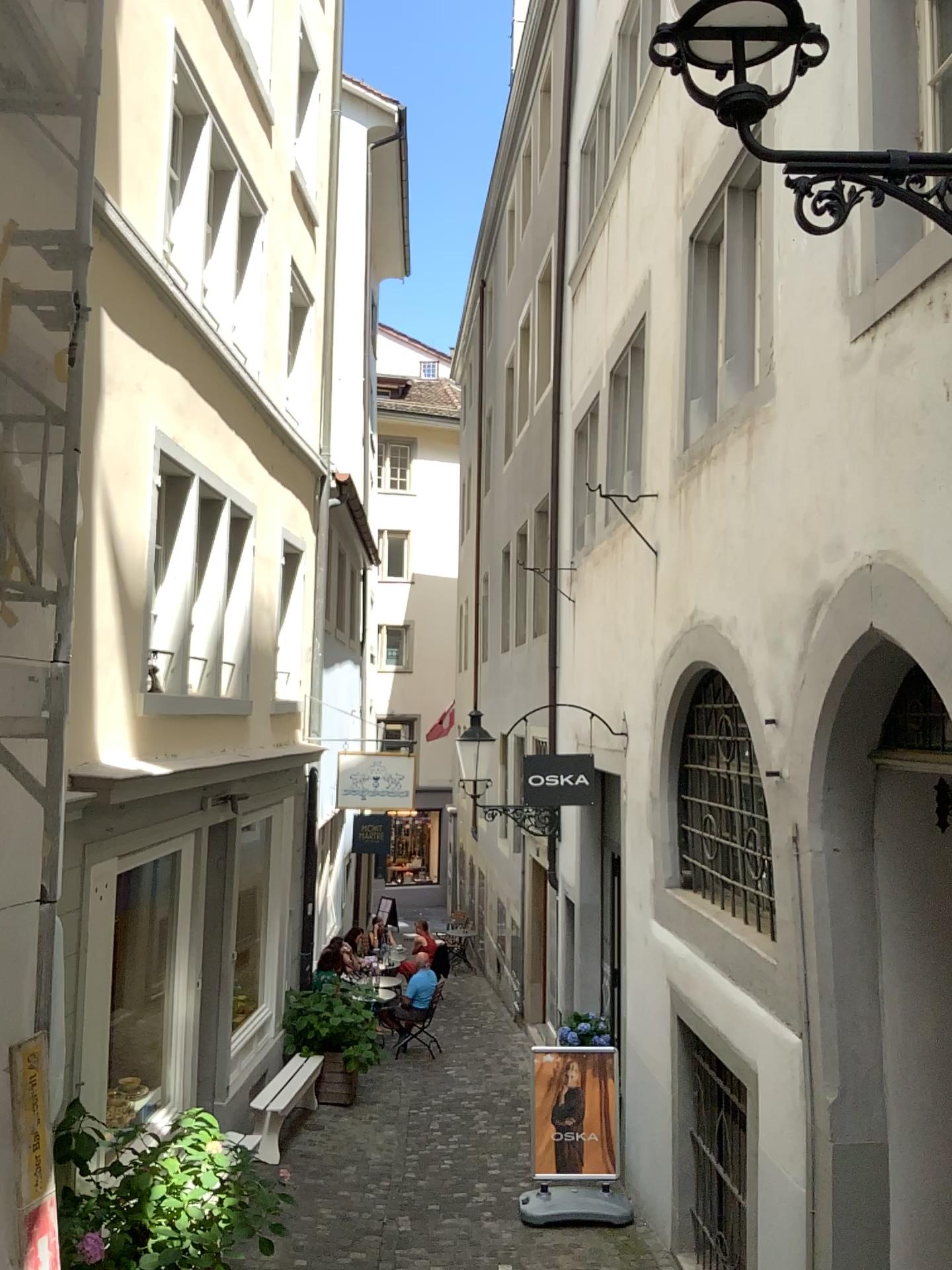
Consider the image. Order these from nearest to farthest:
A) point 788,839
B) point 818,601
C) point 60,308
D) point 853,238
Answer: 1. point 60,308
2. point 853,238
3. point 818,601
4. point 788,839
